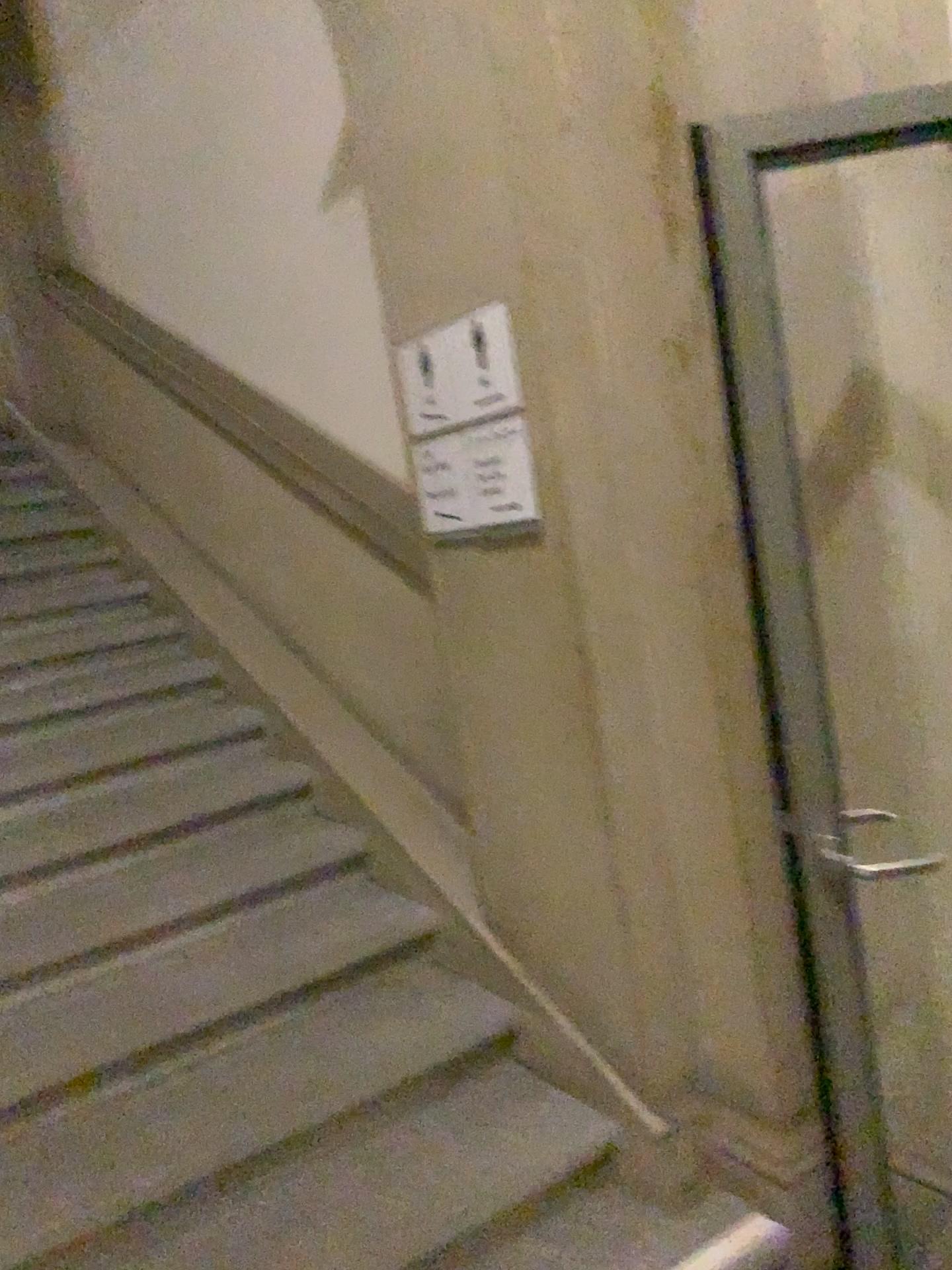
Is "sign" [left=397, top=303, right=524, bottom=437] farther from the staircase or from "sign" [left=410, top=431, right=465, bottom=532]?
the staircase

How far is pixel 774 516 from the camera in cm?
155

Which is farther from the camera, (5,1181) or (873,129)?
(5,1181)

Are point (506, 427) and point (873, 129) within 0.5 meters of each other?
no

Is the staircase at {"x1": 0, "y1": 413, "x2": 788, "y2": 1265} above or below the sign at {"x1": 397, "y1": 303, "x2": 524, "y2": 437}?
below

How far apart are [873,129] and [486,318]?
0.8m

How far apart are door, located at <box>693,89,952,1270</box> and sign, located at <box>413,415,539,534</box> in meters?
0.5

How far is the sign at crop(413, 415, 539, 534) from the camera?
2.1 meters

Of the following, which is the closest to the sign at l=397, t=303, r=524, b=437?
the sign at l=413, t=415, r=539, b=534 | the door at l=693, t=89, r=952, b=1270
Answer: the sign at l=413, t=415, r=539, b=534

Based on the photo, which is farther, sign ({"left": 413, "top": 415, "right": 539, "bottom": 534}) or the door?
sign ({"left": 413, "top": 415, "right": 539, "bottom": 534})
